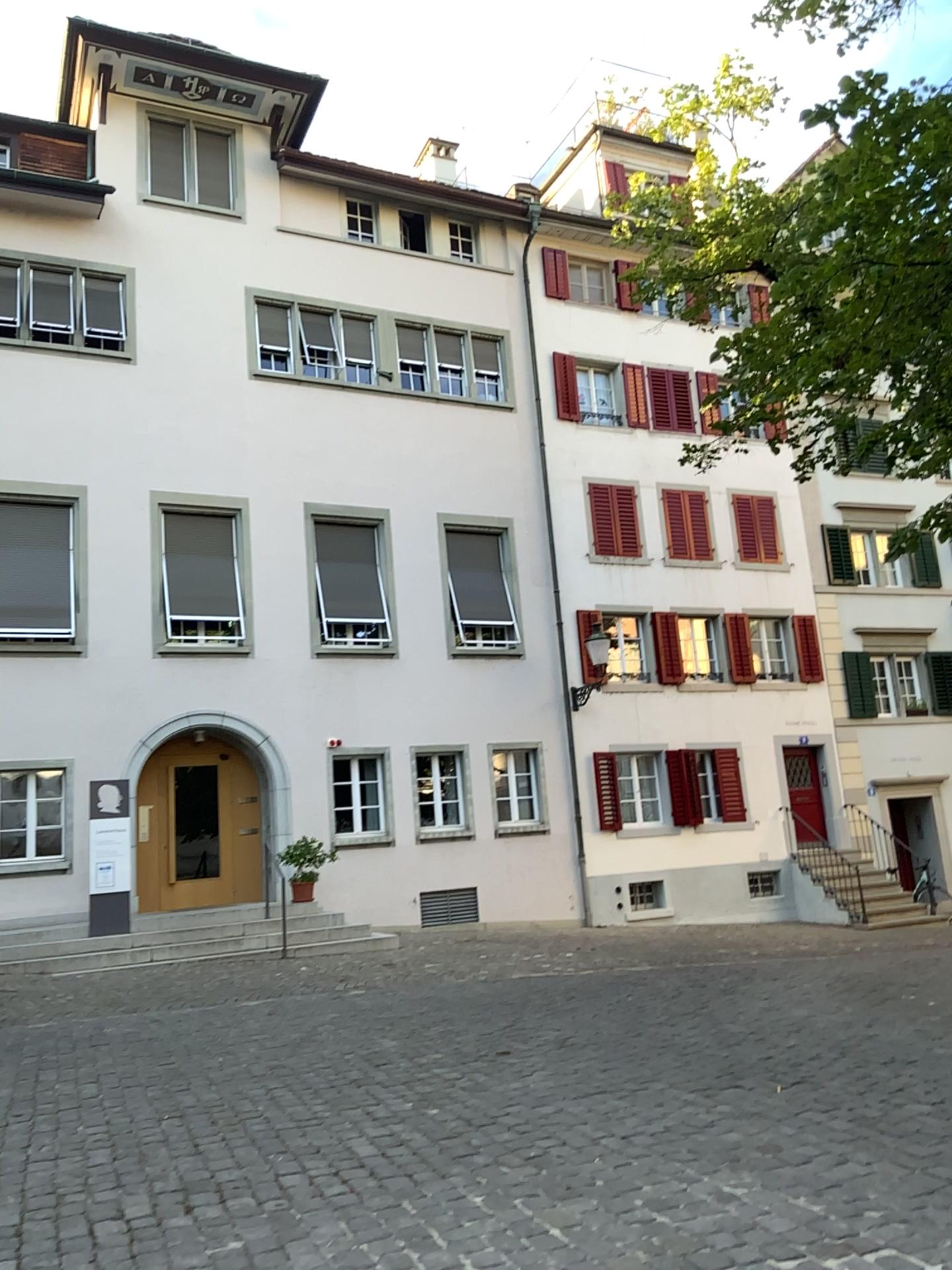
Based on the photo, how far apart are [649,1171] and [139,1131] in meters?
2.4 m
